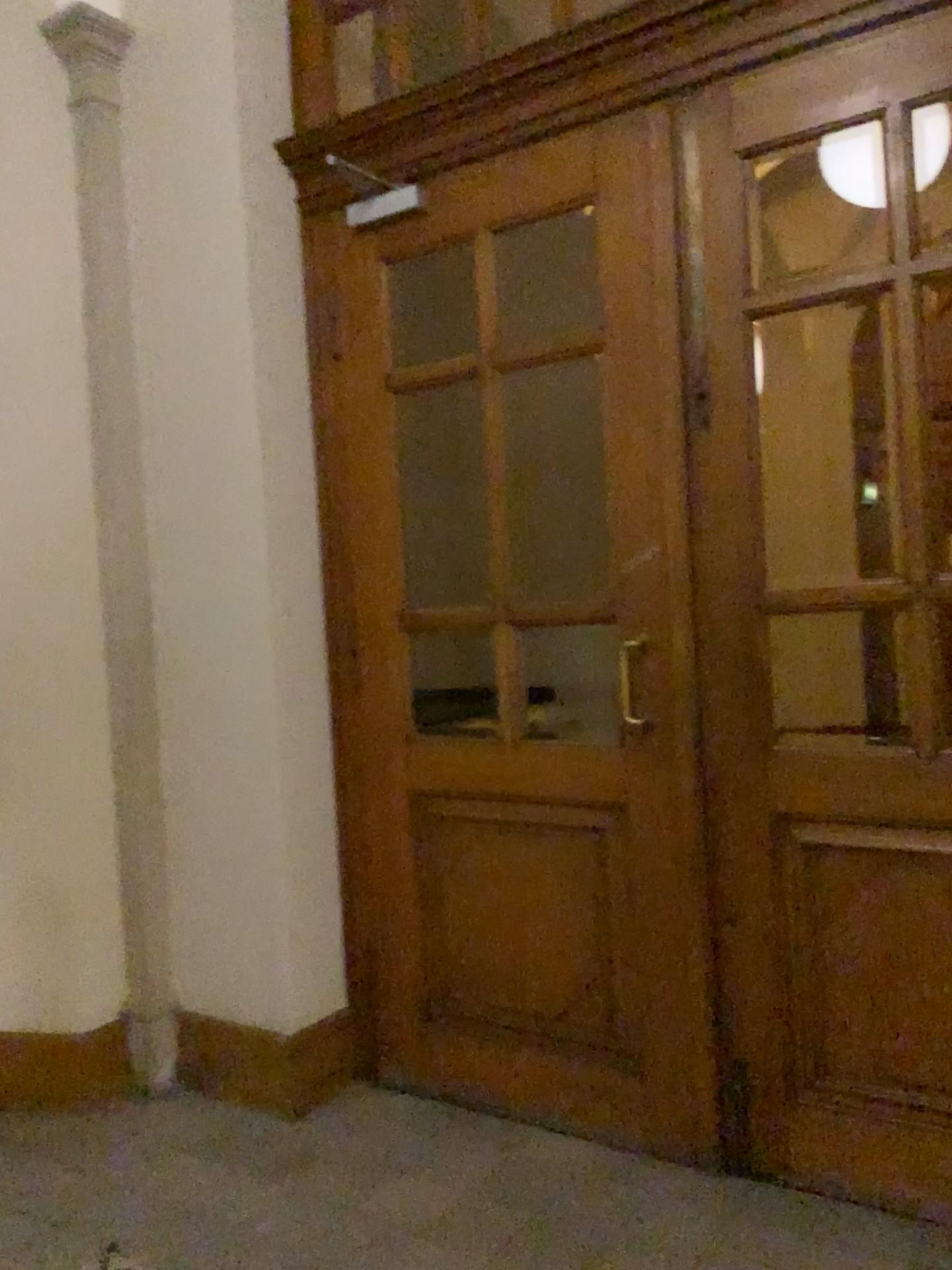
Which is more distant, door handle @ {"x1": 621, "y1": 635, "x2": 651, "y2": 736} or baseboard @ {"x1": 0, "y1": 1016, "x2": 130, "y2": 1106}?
baseboard @ {"x1": 0, "y1": 1016, "x2": 130, "y2": 1106}

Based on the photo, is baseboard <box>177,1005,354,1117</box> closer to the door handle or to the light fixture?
the door handle

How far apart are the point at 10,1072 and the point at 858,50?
Result: 3.5 meters

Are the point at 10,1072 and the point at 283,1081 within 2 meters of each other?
yes

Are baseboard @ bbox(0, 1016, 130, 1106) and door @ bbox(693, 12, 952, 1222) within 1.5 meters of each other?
no

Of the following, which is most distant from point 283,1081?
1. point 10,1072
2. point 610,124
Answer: point 610,124

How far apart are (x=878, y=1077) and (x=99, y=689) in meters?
2.4 m

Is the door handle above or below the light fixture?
below

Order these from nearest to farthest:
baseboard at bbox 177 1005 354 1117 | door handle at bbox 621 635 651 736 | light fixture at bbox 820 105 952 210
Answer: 1. light fixture at bbox 820 105 952 210
2. door handle at bbox 621 635 651 736
3. baseboard at bbox 177 1005 354 1117

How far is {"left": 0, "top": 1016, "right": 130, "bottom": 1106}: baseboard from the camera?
3.16m
